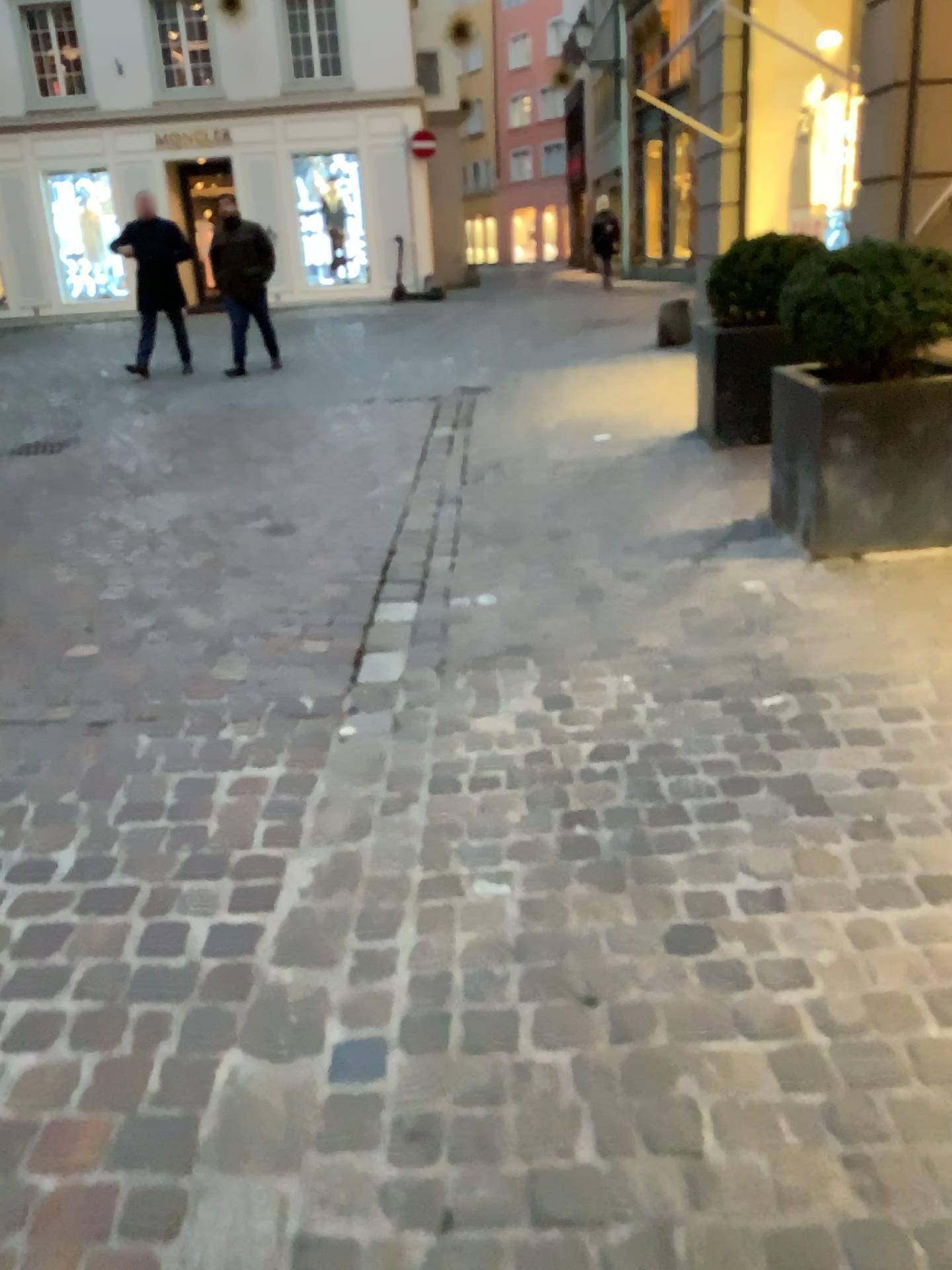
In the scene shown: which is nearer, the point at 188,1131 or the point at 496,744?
the point at 188,1131

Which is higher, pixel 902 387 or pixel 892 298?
pixel 892 298

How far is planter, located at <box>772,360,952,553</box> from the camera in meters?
3.6 m

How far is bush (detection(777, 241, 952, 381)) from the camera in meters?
3.5 m

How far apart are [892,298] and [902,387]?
0.31m

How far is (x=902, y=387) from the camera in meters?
3.6 m

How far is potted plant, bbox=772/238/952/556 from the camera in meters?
3.5 m
